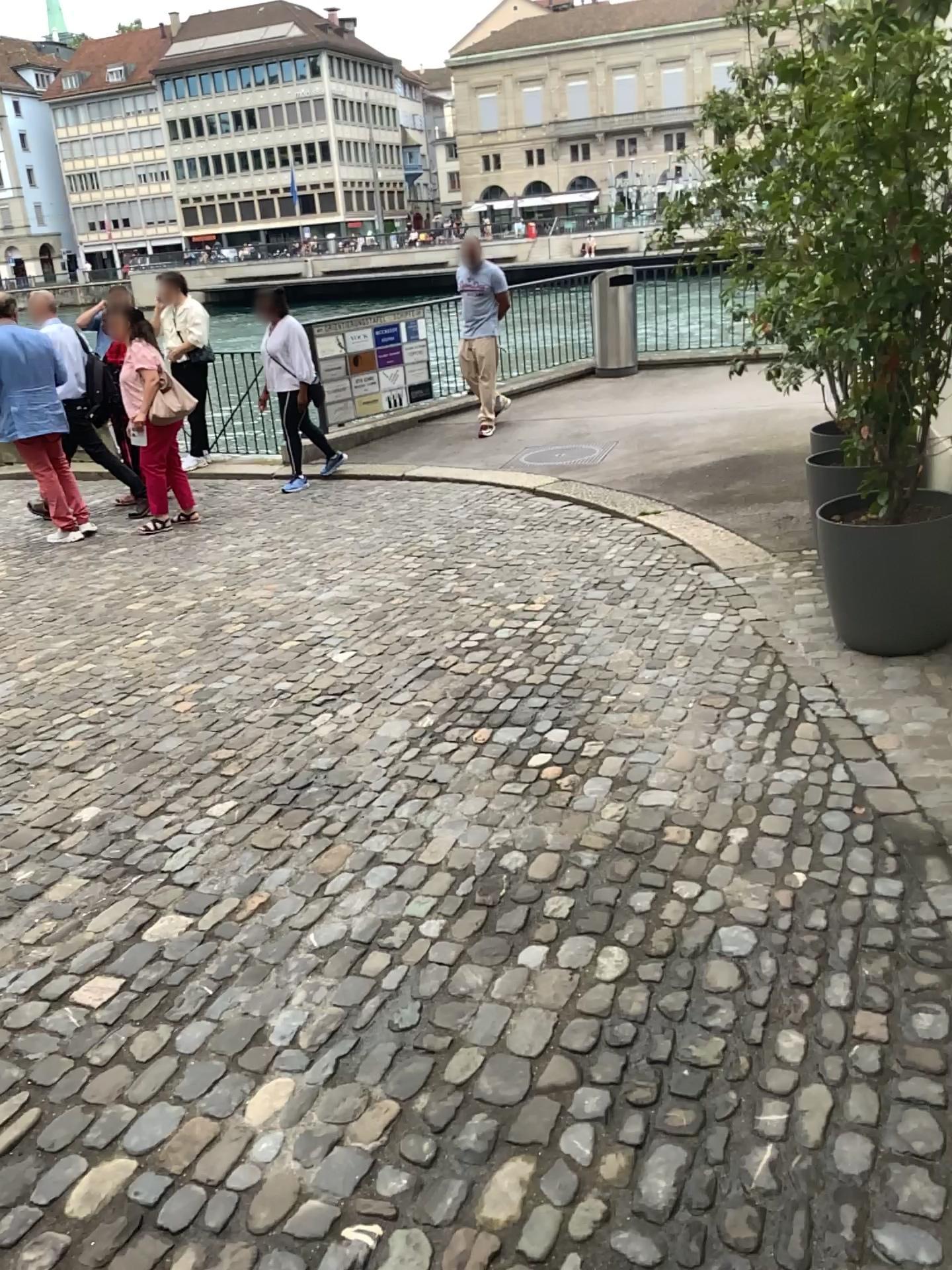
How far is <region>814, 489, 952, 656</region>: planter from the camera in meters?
3.8 m

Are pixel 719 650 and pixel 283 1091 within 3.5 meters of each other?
yes

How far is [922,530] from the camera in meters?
3.8
